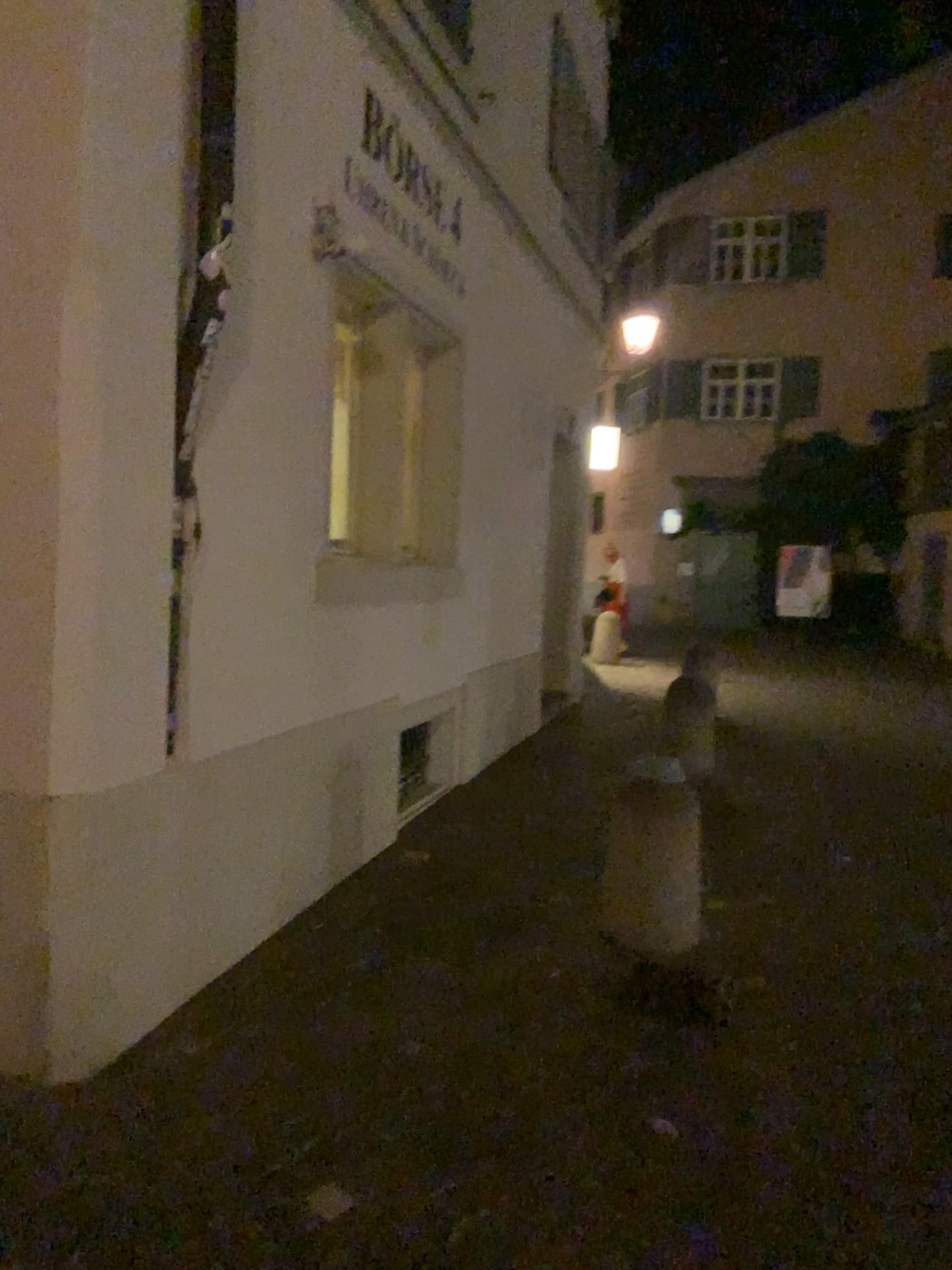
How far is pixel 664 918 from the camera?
4.00m

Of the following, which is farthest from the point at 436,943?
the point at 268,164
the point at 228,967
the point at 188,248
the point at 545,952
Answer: the point at 268,164

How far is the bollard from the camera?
4.0m
